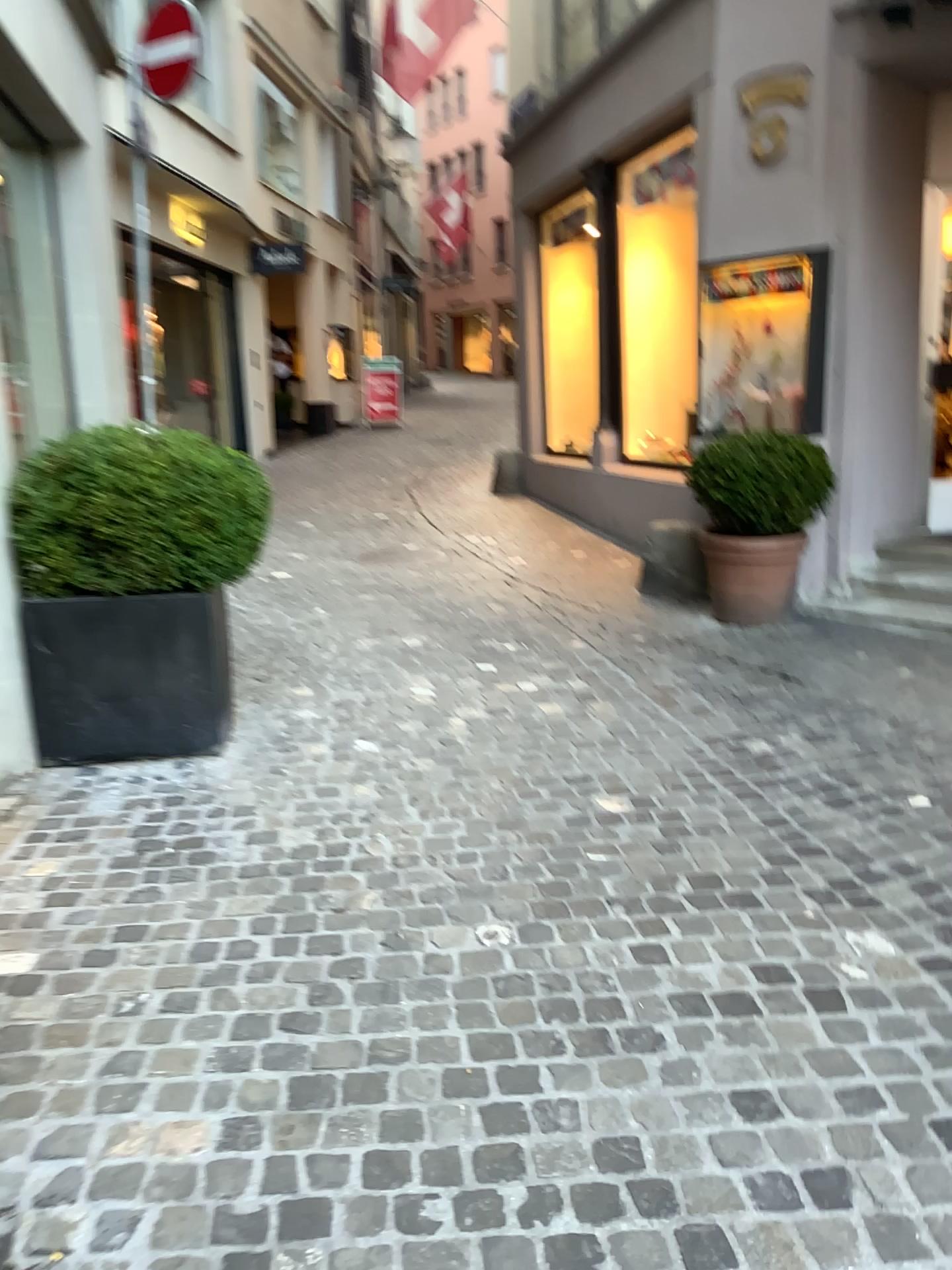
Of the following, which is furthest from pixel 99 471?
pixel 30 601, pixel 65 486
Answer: pixel 30 601

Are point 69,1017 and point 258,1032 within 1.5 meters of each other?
yes

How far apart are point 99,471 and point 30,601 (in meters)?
0.52

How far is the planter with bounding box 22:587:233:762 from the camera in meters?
3.6 m

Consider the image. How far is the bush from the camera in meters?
3.5

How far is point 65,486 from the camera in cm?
356

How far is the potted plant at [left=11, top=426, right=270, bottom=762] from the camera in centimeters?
356cm
